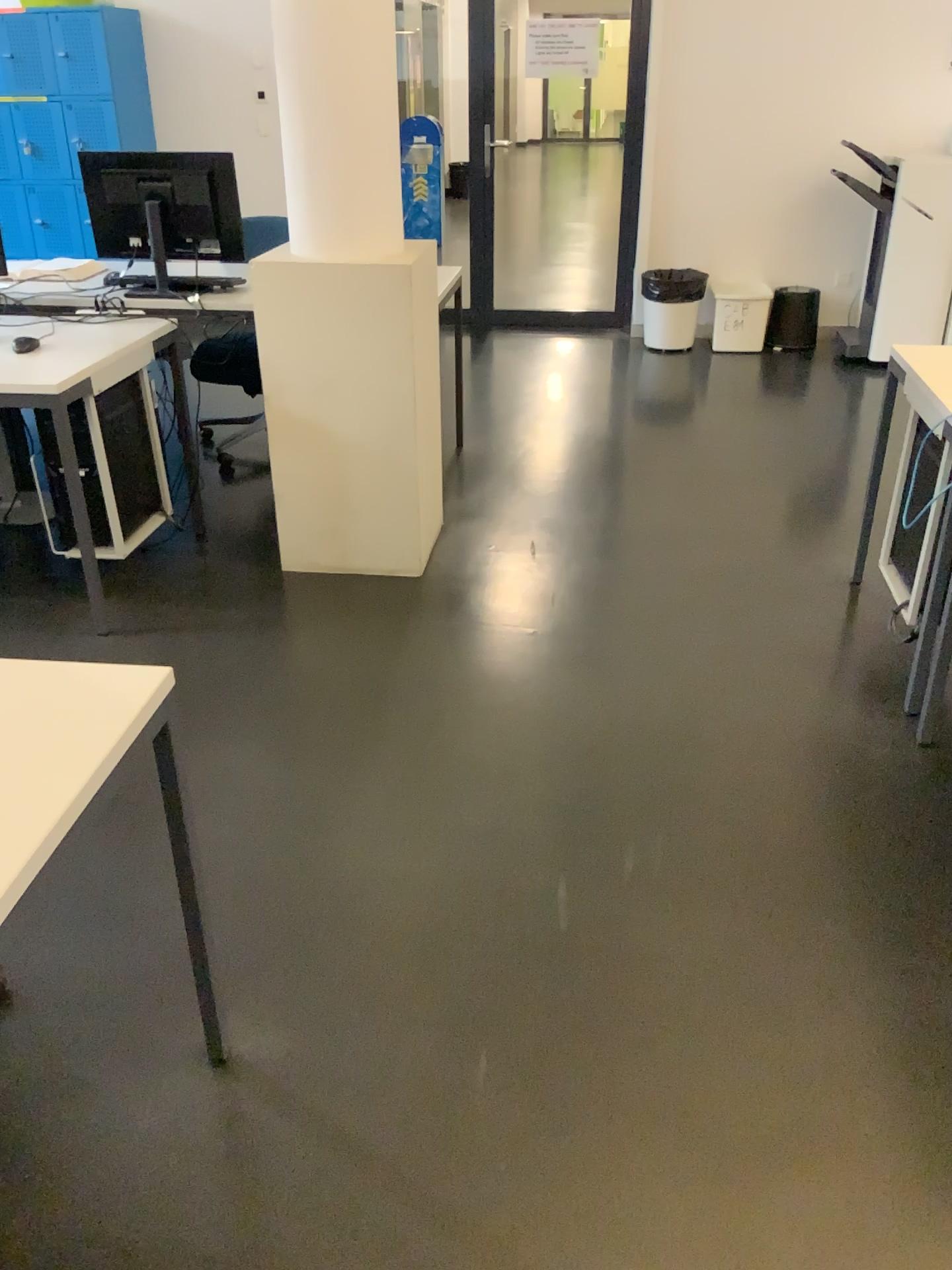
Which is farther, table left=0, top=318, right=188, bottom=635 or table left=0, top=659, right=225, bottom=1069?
table left=0, top=318, right=188, bottom=635

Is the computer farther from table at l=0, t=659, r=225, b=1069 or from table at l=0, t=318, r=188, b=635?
table at l=0, t=659, r=225, b=1069

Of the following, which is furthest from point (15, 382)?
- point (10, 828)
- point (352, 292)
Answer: point (10, 828)

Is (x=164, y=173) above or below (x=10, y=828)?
above

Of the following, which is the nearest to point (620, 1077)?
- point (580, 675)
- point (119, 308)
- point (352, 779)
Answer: point (352, 779)

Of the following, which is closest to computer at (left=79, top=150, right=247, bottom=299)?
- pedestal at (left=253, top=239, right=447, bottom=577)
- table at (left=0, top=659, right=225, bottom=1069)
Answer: pedestal at (left=253, top=239, right=447, bottom=577)

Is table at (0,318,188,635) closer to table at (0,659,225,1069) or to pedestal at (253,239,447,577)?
pedestal at (253,239,447,577)

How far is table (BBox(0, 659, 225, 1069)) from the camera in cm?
113

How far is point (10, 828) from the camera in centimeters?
113cm

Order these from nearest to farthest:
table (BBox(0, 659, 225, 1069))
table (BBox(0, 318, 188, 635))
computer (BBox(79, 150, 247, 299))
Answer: table (BBox(0, 659, 225, 1069)), table (BBox(0, 318, 188, 635)), computer (BBox(79, 150, 247, 299))
